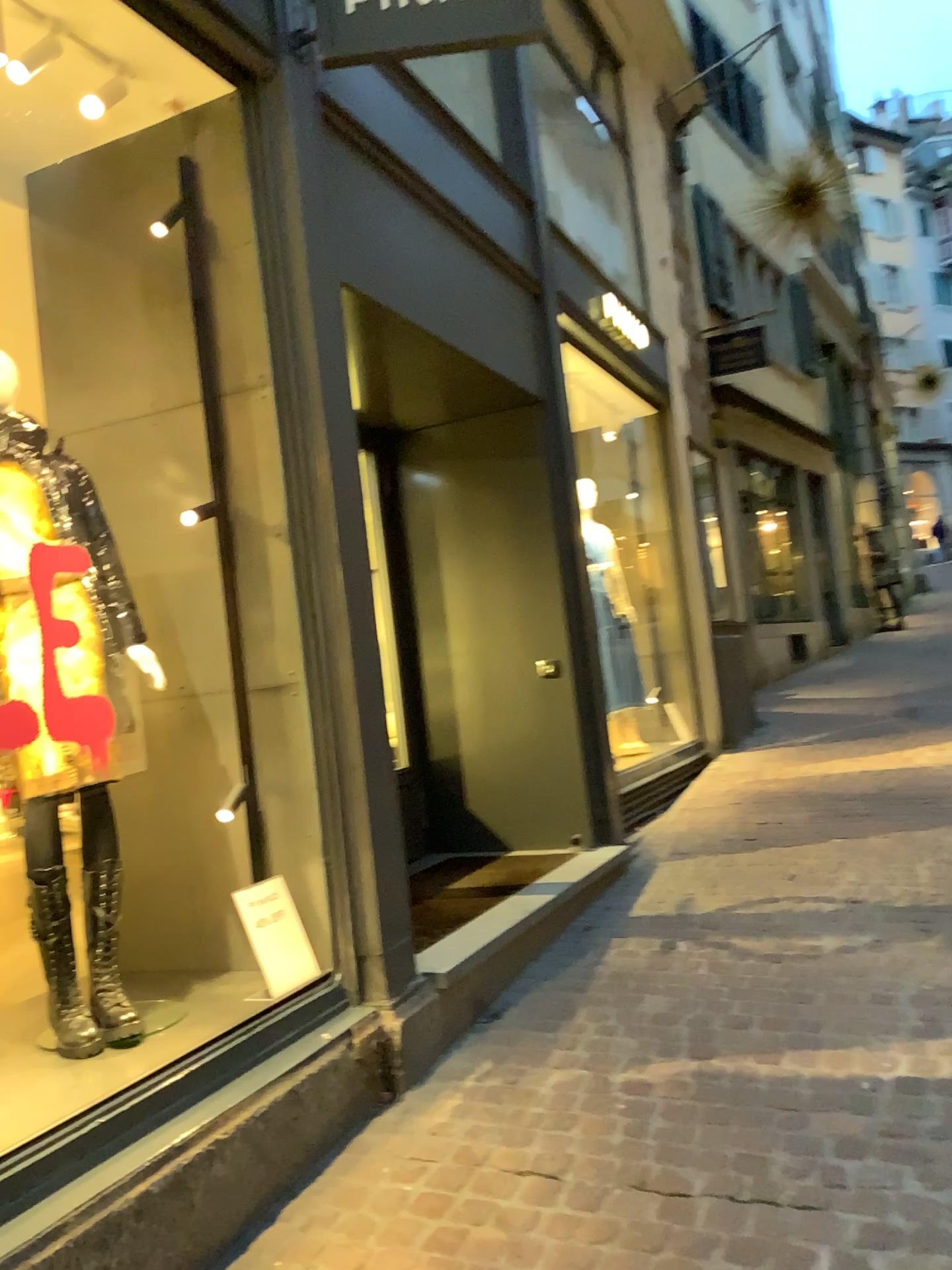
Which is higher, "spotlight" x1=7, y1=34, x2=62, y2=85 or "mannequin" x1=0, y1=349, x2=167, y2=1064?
"spotlight" x1=7, y1=34, x2=62, y2=85

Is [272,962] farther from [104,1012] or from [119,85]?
[119,85]

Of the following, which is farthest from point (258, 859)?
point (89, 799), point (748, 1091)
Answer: point (748, 1091)

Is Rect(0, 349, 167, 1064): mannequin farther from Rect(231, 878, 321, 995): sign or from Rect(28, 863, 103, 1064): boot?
Rect(231, 878, 321, 995): sign

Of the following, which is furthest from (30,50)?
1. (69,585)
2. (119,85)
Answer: (69,585)

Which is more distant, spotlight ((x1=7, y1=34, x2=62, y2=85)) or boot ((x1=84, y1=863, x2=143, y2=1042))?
spotlight ((x1=7, y1=34, x2=62, y2=85))

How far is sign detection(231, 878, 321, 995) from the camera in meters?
2.8

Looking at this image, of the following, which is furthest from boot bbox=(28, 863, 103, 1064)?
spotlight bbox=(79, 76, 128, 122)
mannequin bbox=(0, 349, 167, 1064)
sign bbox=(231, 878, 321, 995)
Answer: spotlight bbox=(79, 76, 128, 122)

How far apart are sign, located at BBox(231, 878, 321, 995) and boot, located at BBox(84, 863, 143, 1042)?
0.4 meters

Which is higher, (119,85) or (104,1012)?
(119,85)
